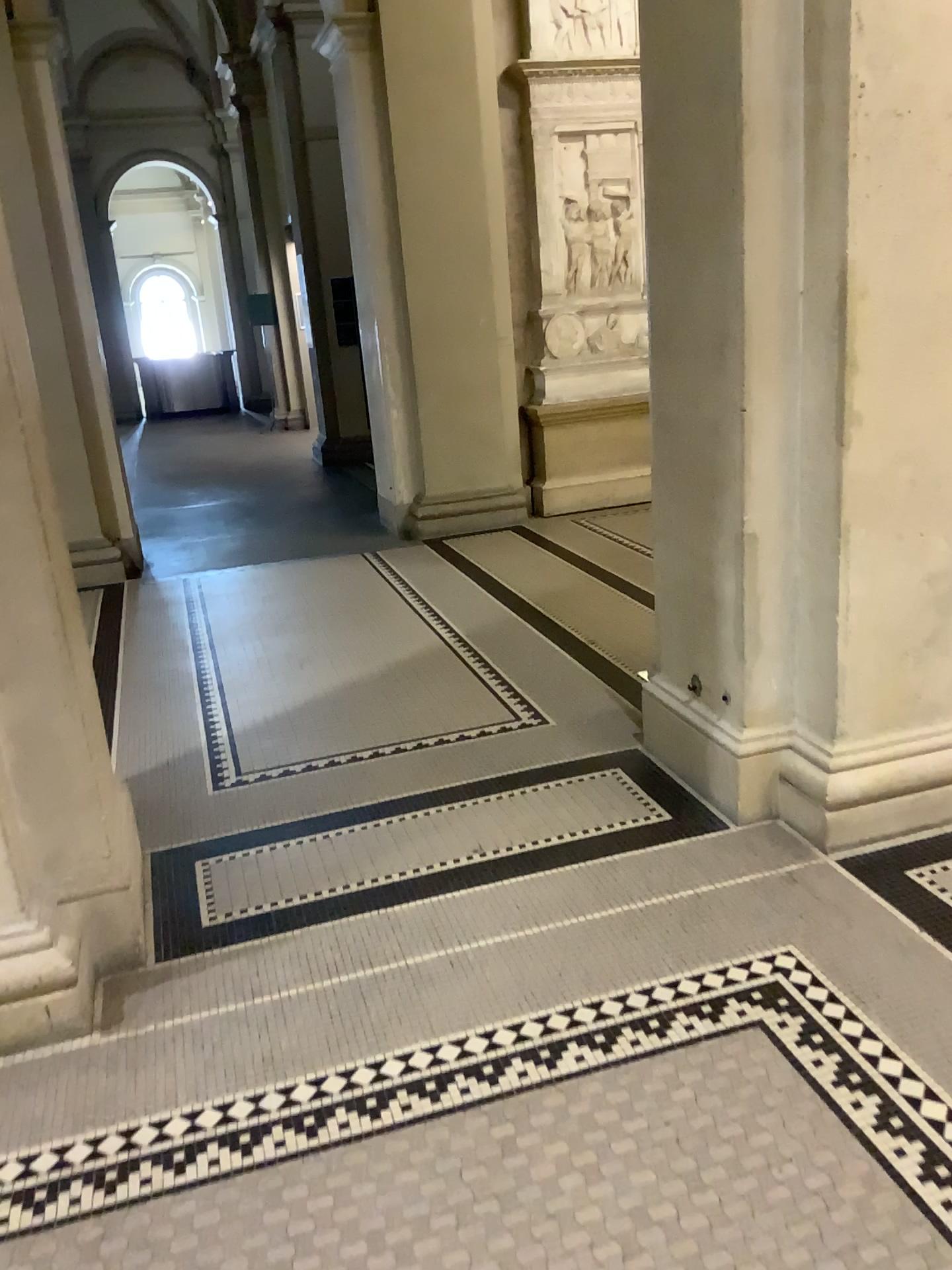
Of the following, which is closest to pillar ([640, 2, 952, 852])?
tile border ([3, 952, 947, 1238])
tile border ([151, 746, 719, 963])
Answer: tile border ([151, 746, 719, 963])

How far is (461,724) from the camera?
3.93m

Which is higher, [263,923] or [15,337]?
[15,337]

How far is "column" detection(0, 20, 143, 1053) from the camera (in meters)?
2.31

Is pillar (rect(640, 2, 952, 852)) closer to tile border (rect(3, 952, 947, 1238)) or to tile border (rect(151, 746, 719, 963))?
tile border (rect(151, 746, 719, 963))

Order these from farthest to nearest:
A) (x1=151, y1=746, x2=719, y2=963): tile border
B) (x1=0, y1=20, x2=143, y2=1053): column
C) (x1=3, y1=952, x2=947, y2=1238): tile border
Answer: (x1=151, y1=746, x2=719, y2=963): tile border, (x1=0, y1=20, x2=143, y2=1053): column, (x1=3, y1=952, x2=947, y2=1238): tile border

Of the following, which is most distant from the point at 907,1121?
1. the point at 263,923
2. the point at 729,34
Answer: the point at 729,34

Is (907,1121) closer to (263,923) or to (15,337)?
(263,923)

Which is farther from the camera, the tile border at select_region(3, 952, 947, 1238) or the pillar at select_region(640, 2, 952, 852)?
the pillar at select_region(640, 2, 952, 852)
